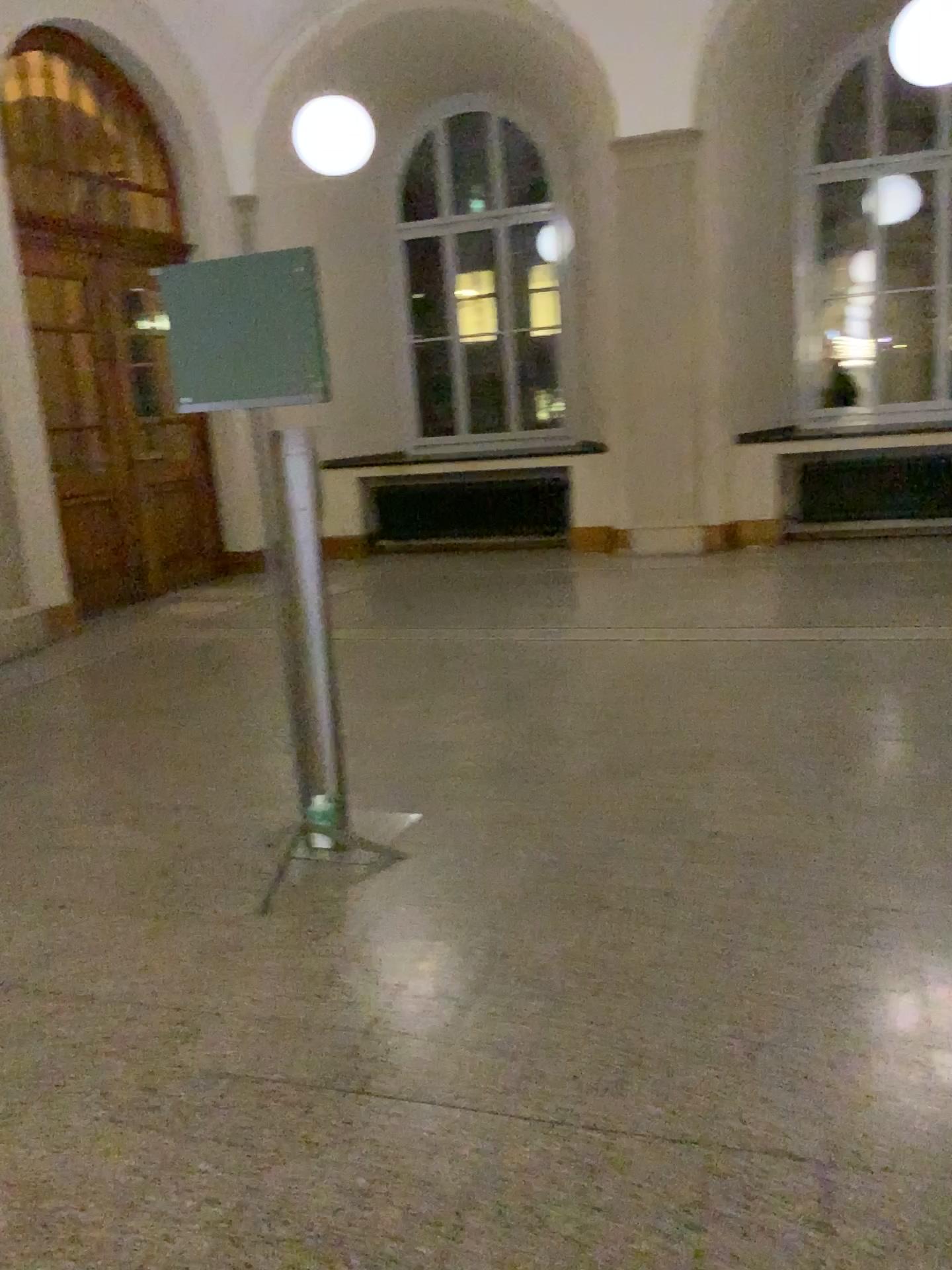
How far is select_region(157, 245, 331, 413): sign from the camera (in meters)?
2.89

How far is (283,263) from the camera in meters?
2.9 m

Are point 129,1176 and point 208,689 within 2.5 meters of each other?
no
